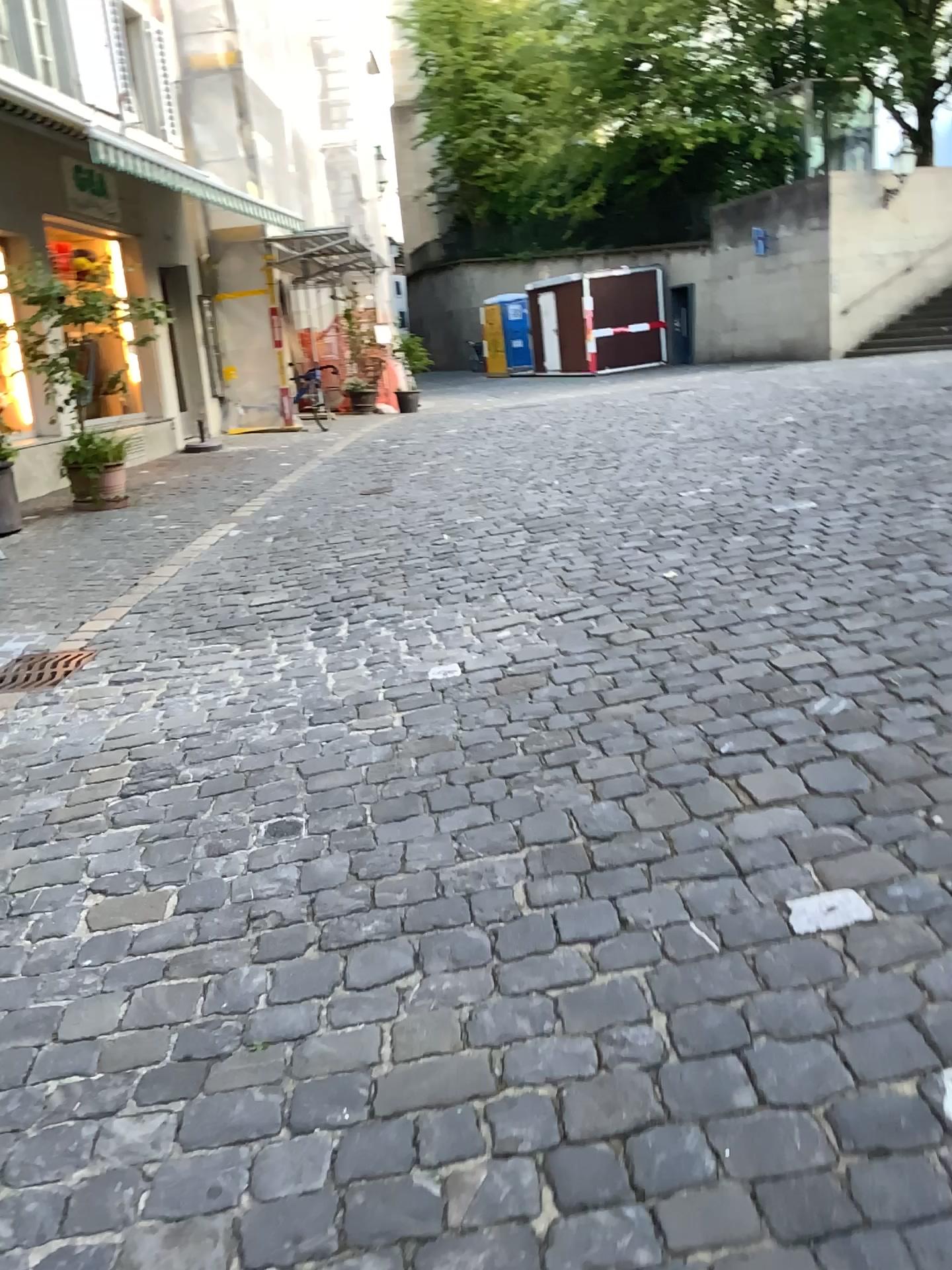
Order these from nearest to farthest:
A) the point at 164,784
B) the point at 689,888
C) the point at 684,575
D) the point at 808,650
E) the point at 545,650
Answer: the point at 689,888, the point at 164,784, the point at 808,650, the point at 545,650, the point at 684,575
